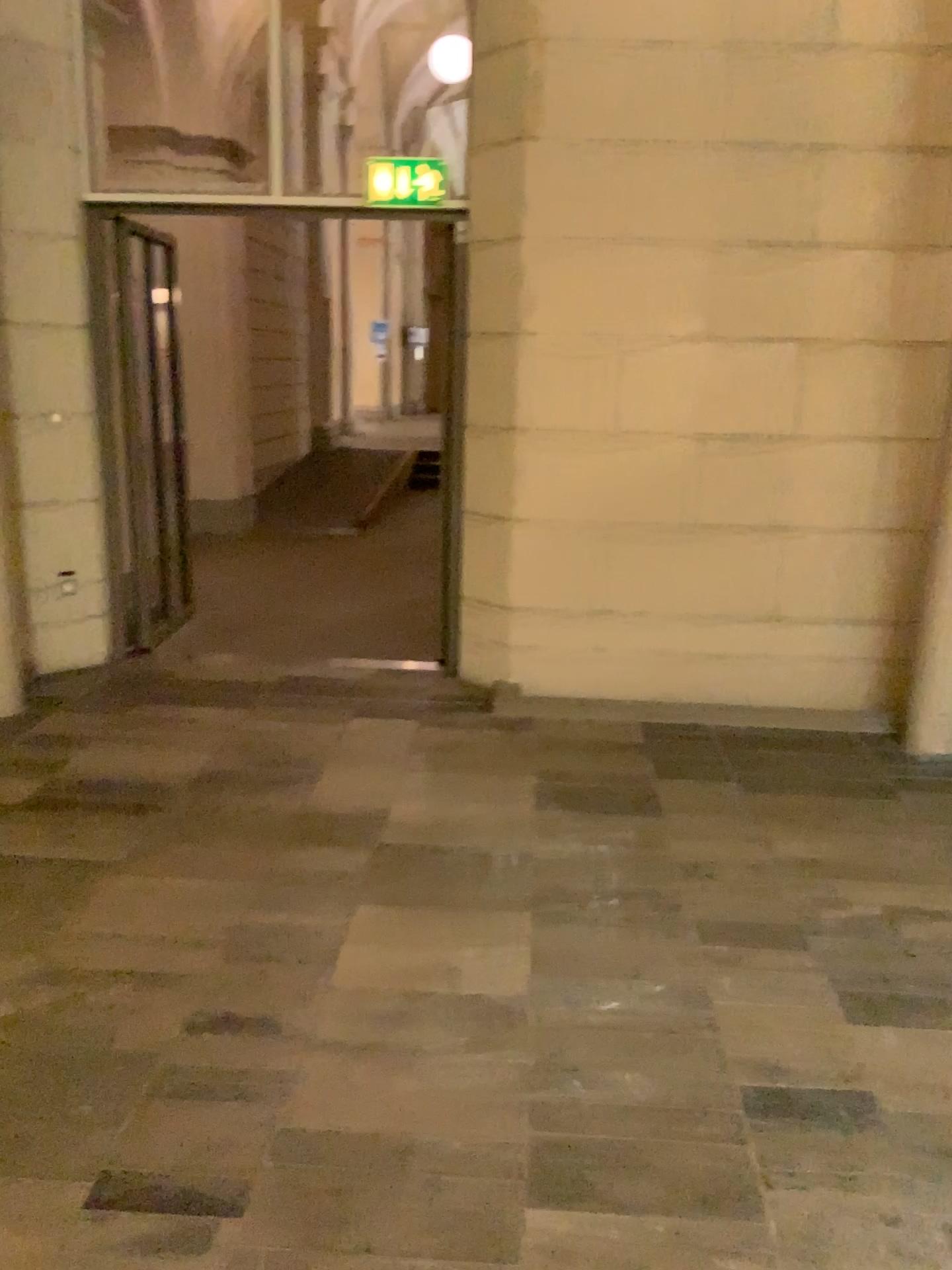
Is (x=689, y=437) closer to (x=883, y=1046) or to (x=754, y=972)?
(x=754, y=972)
